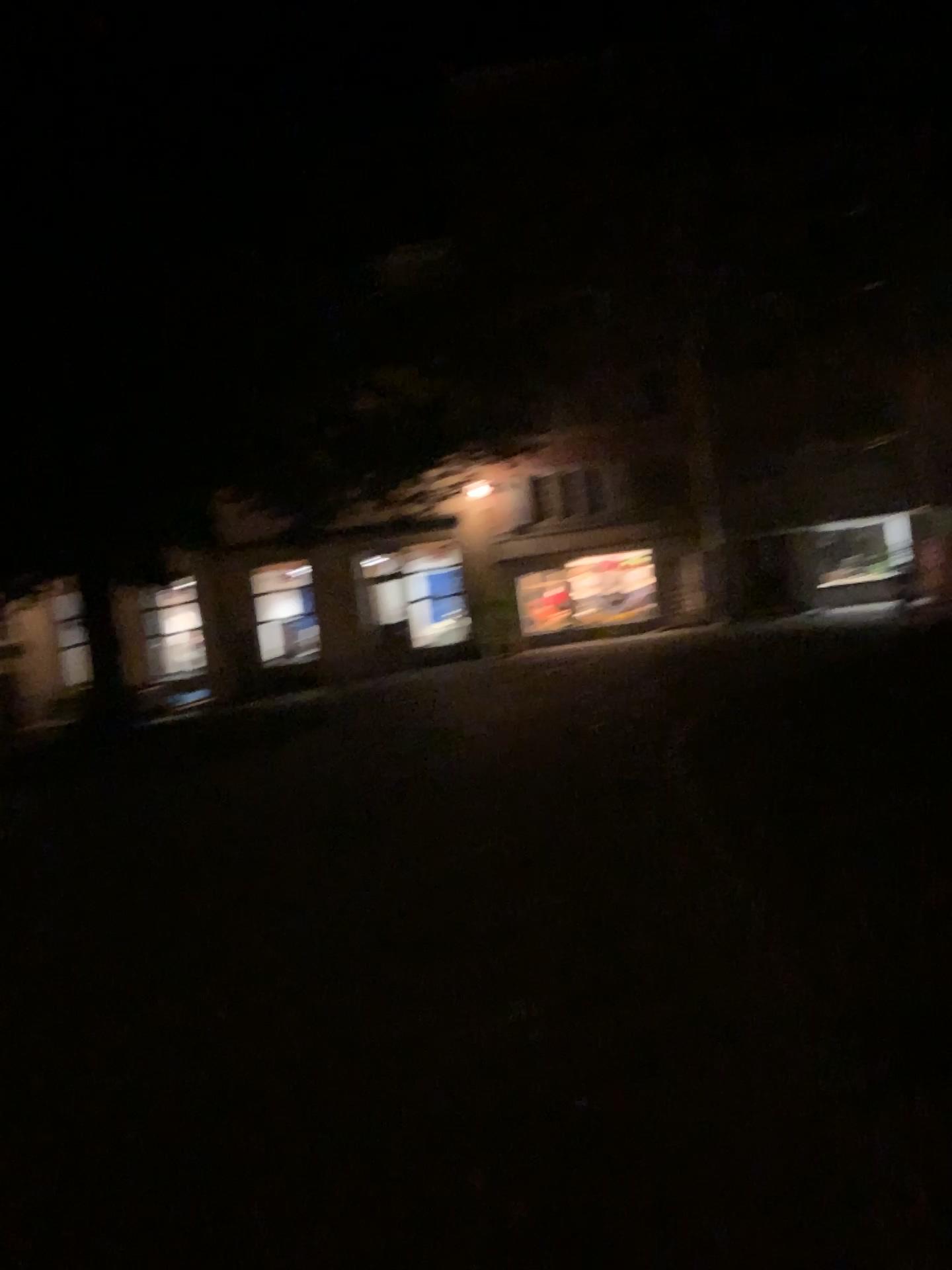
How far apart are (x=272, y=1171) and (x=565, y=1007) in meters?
1.3 m
